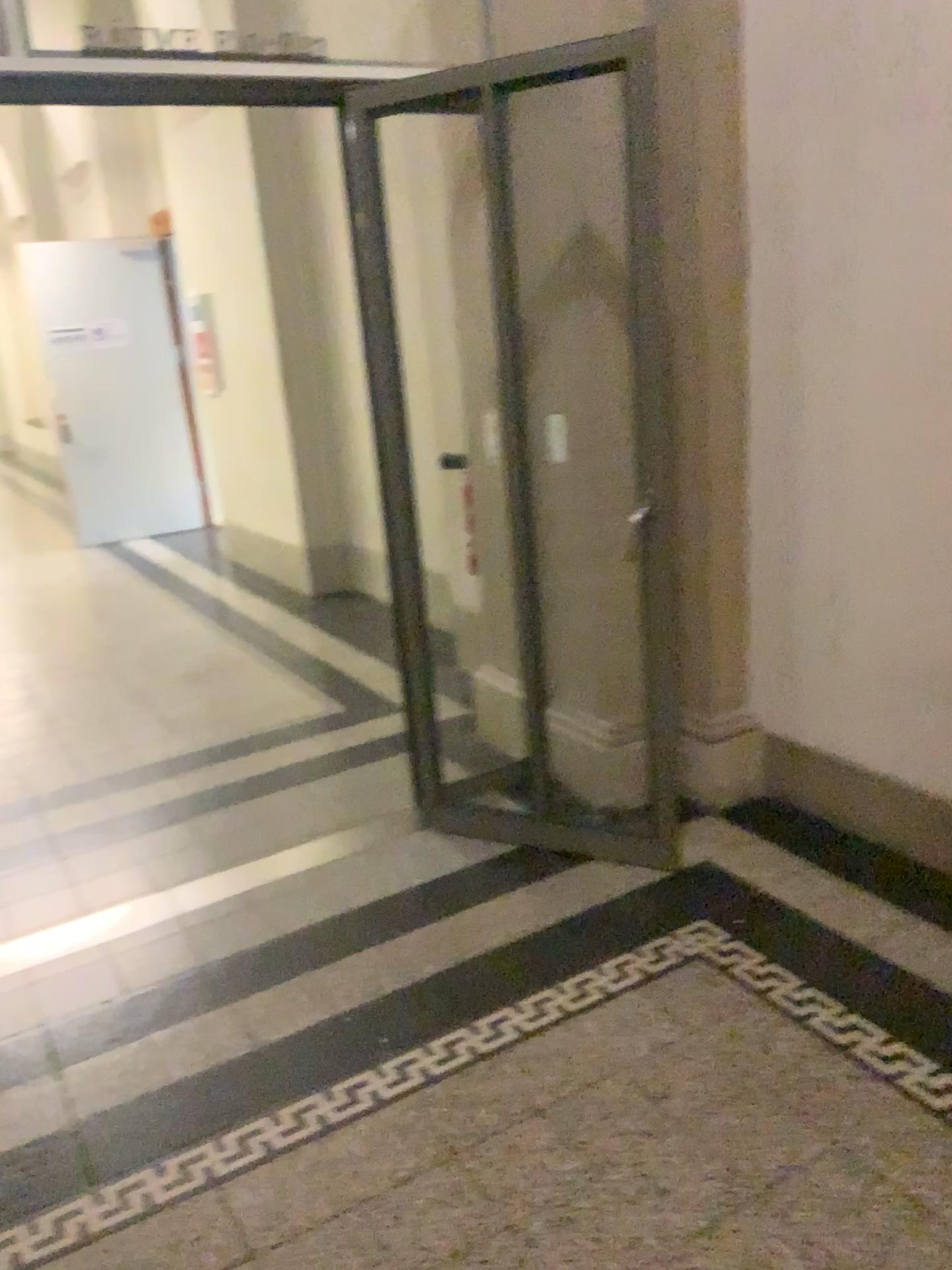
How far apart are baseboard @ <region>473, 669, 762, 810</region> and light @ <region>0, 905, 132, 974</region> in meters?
1.4

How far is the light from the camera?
2.8 meters

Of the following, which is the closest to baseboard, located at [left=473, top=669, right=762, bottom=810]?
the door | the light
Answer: the door

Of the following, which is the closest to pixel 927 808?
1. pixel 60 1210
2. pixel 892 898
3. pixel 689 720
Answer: pixel 892 898

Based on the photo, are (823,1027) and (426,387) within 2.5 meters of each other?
no

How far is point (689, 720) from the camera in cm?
330

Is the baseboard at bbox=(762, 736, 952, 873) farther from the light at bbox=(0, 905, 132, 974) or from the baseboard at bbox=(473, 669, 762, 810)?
the light at bbox=(0, 905, 132, 974)

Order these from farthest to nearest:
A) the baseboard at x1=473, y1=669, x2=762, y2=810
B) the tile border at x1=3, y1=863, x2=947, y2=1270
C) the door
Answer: the baseboard at x1=473, y1=669, x2=762, y2=810
the door
the tile border at x1=3, y1=863, x2=947, y2=1270

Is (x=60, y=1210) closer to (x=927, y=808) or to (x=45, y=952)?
(x=45, y=952)

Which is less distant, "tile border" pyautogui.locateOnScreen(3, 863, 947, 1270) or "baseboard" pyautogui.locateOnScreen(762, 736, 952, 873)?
"tile border" pyautogui.locateOnScreen(3, 863, 947, 1270)
